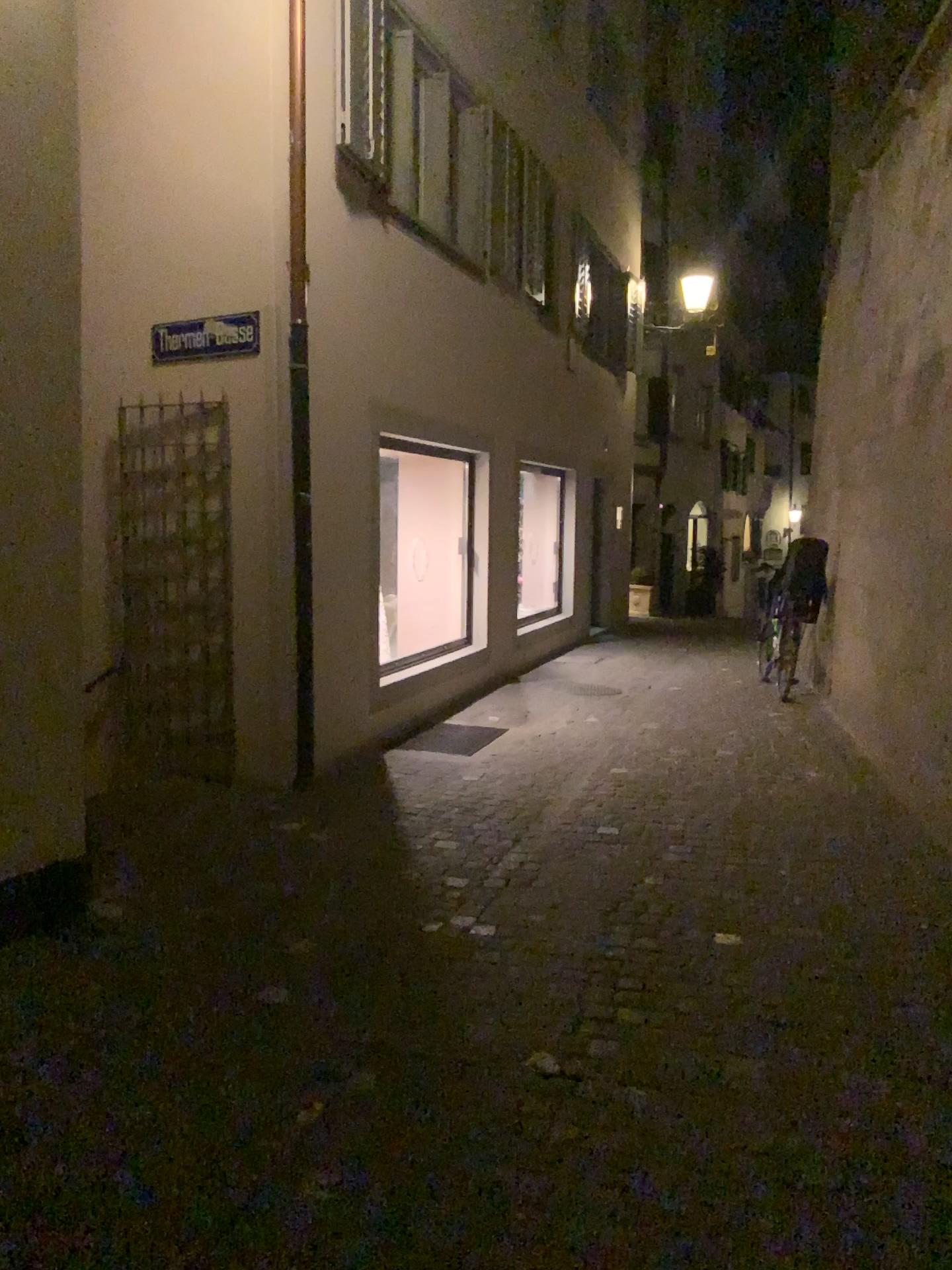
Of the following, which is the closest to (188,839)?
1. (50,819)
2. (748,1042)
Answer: (50,819)
